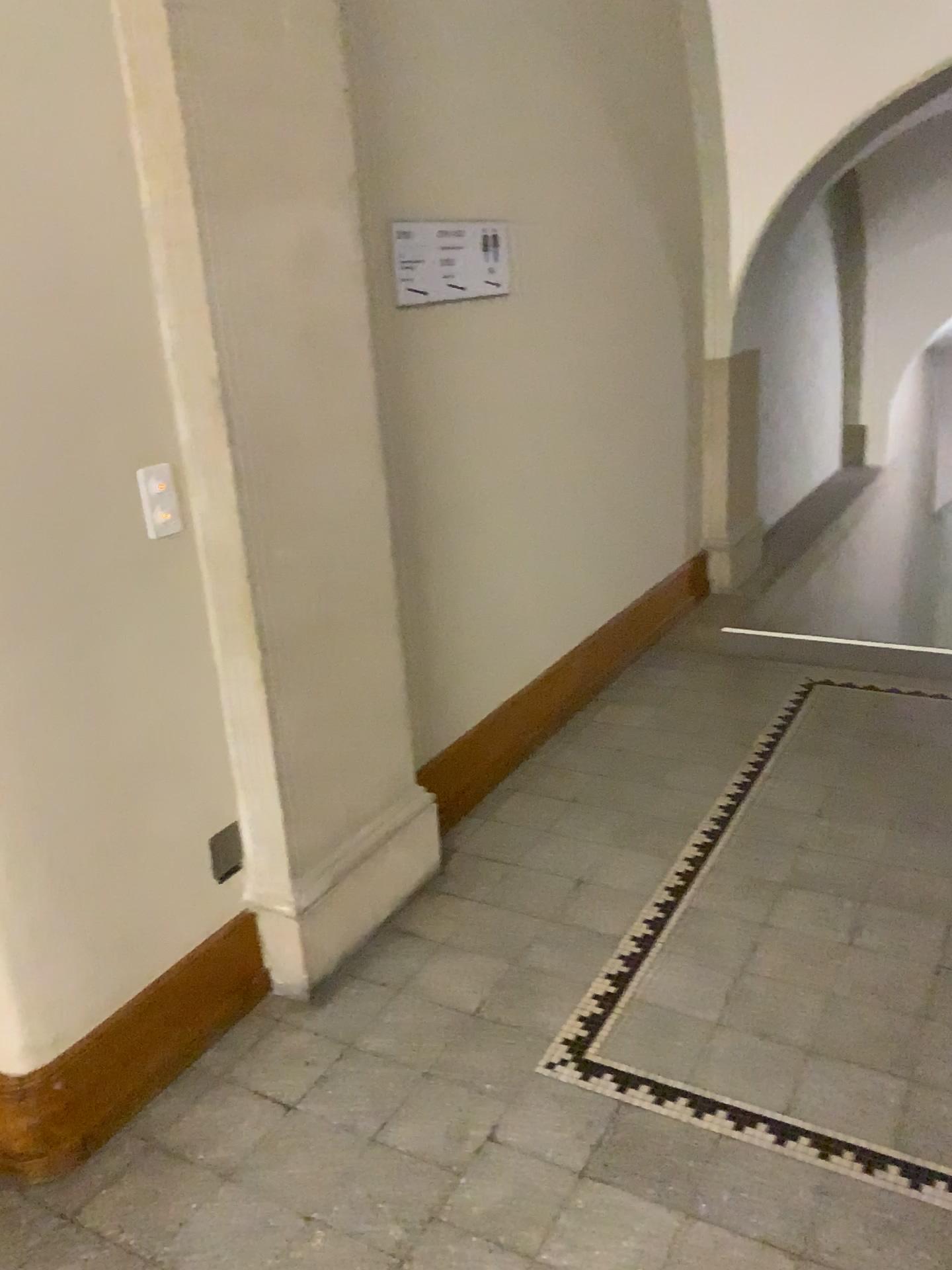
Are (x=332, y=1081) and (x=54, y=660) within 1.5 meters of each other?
yes

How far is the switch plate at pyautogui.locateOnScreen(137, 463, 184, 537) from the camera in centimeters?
210cm

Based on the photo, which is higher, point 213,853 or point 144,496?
point 144,496

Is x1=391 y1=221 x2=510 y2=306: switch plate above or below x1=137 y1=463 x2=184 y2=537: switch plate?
above

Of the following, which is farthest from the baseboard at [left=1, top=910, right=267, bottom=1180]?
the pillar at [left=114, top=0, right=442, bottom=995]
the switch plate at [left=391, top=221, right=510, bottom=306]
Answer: the switch plate at [left=391, top=221, right=510, bottom=306]

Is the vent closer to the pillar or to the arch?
the pillar

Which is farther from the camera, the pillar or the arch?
the arch

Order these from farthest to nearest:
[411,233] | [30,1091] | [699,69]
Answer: [699,69]
[411,233]
[30,1091]

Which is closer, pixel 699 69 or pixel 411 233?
pixel 411 233

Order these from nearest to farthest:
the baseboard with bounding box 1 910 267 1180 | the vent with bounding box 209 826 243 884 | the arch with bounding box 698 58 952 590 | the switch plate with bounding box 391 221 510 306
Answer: the baseboard with bounding box 1 910 267 1180
the vent with bounding box 209 826 243 884
the switch plate with bounding box 391 221 510 306
the arch with bounding box 698 58 952 590
